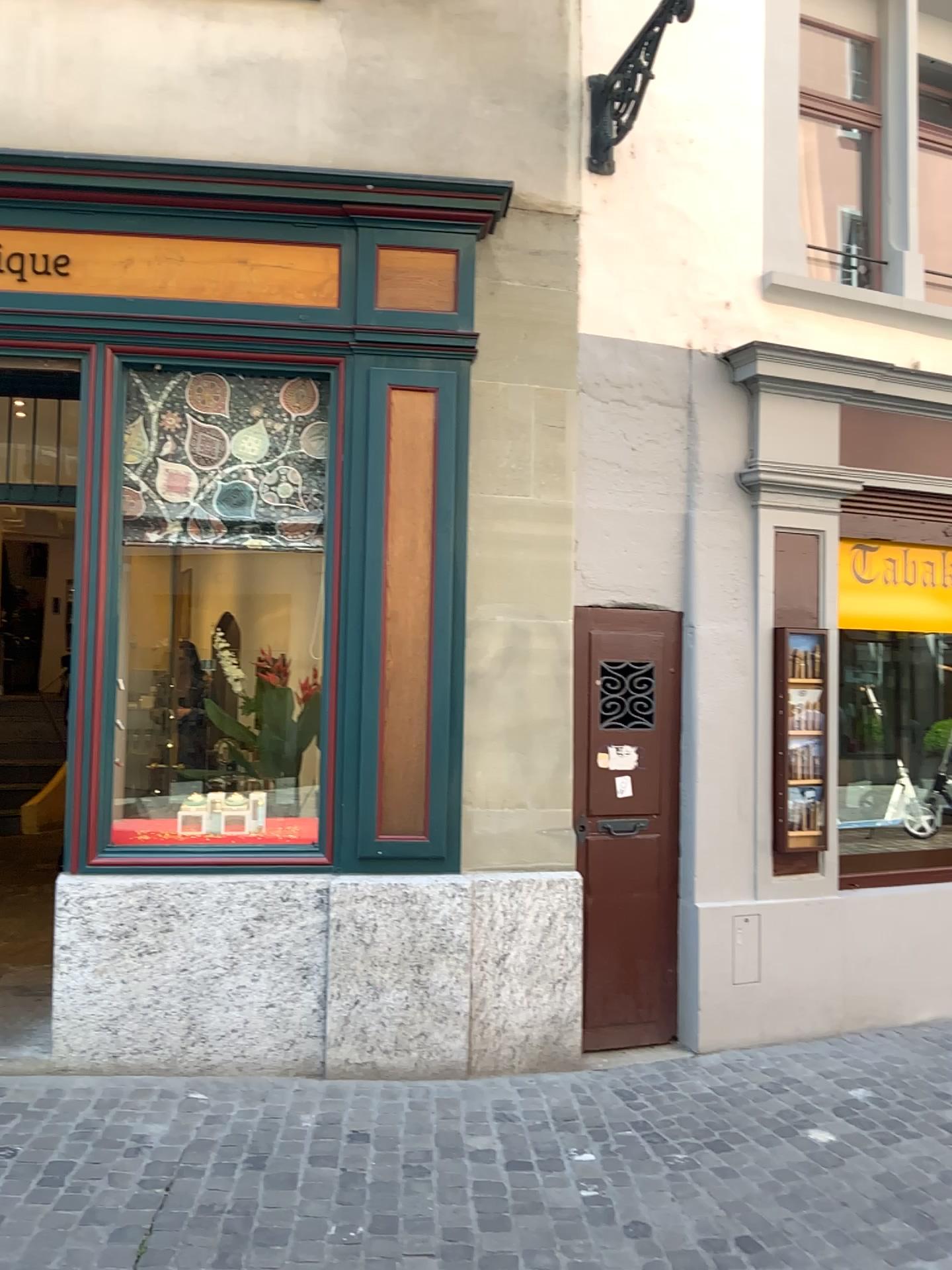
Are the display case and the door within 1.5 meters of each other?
yes

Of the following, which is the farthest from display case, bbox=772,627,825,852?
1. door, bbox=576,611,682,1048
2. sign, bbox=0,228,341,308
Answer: sign, bbox=0,228,341,308

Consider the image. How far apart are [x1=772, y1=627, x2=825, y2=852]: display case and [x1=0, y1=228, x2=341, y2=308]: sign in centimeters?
246cm

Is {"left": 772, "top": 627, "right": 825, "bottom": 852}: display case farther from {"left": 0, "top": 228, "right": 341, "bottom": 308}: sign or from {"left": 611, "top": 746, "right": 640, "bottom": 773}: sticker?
{"left": 0, "top": 228, "right": 341, "bottom": 308}: sign

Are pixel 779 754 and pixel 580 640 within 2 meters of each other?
yes

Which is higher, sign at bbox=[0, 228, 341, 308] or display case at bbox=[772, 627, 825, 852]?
sign at bbox=[0, 228, 341, 308]

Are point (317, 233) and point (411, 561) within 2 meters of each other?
yes

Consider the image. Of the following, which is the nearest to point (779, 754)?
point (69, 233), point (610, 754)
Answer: point (610, 754)

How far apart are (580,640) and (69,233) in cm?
265

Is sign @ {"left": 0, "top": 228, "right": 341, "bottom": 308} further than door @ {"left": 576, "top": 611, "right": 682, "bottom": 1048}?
No
